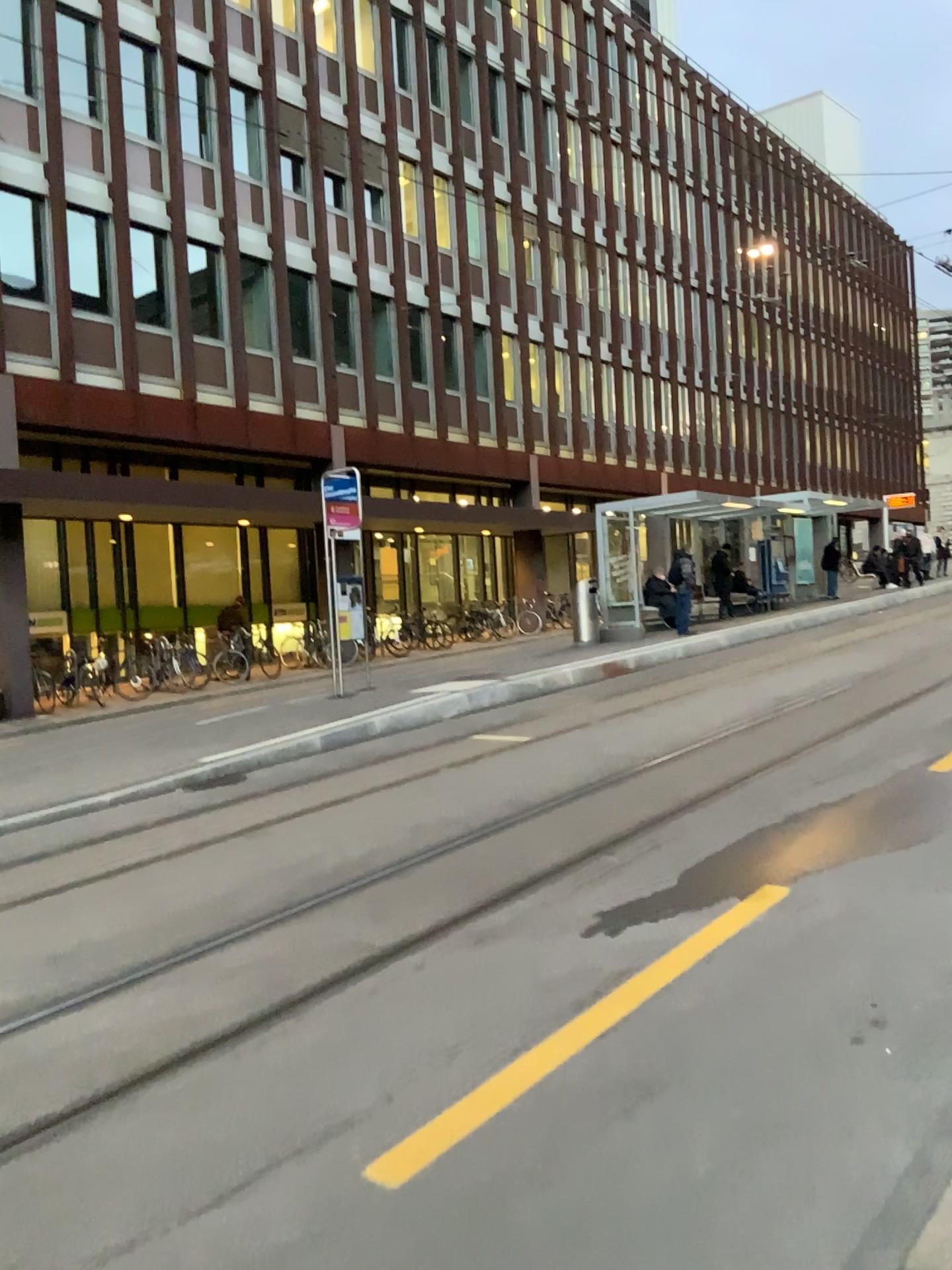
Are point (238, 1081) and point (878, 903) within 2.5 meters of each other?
no
